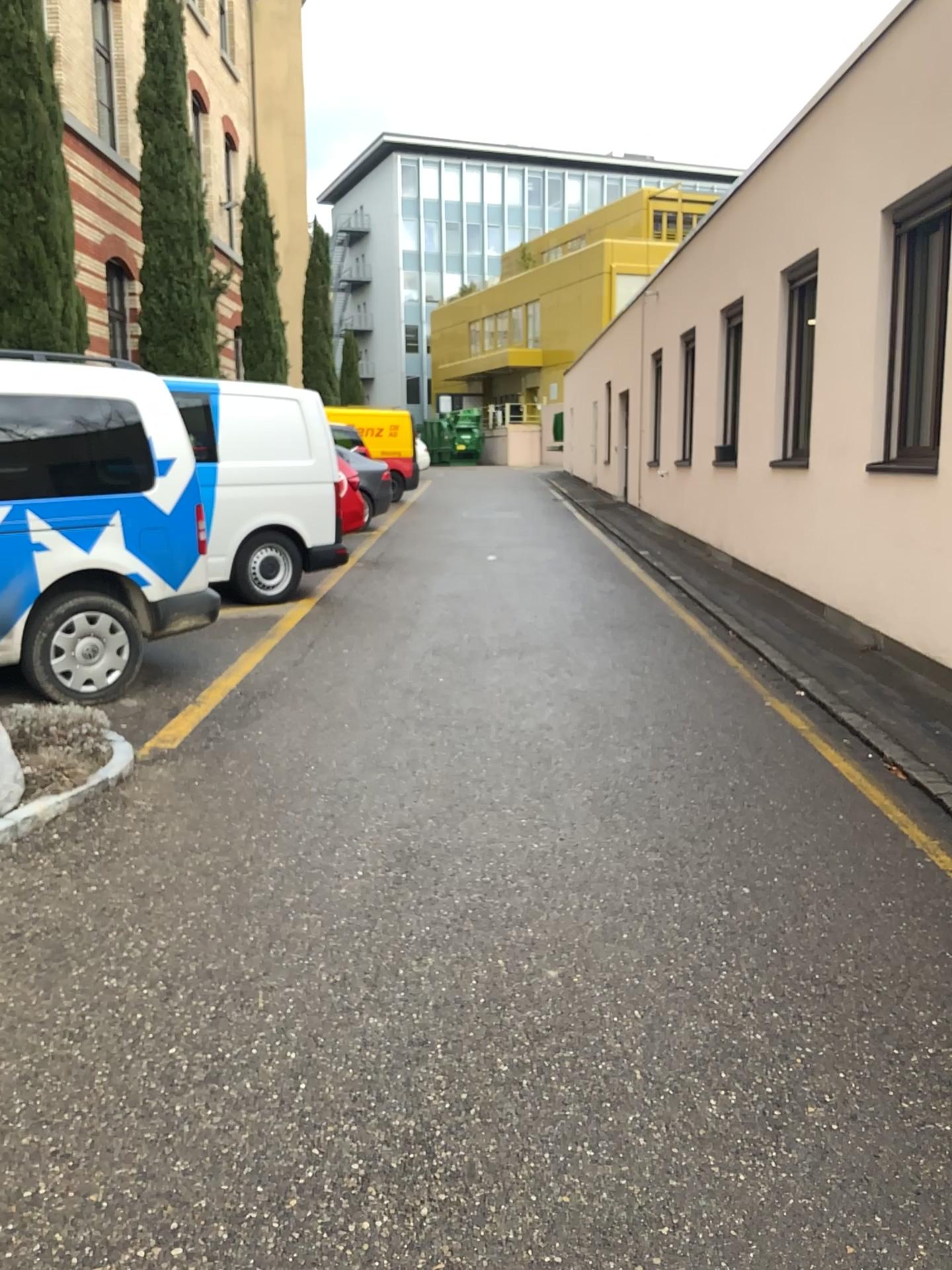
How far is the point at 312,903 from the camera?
3.44m
